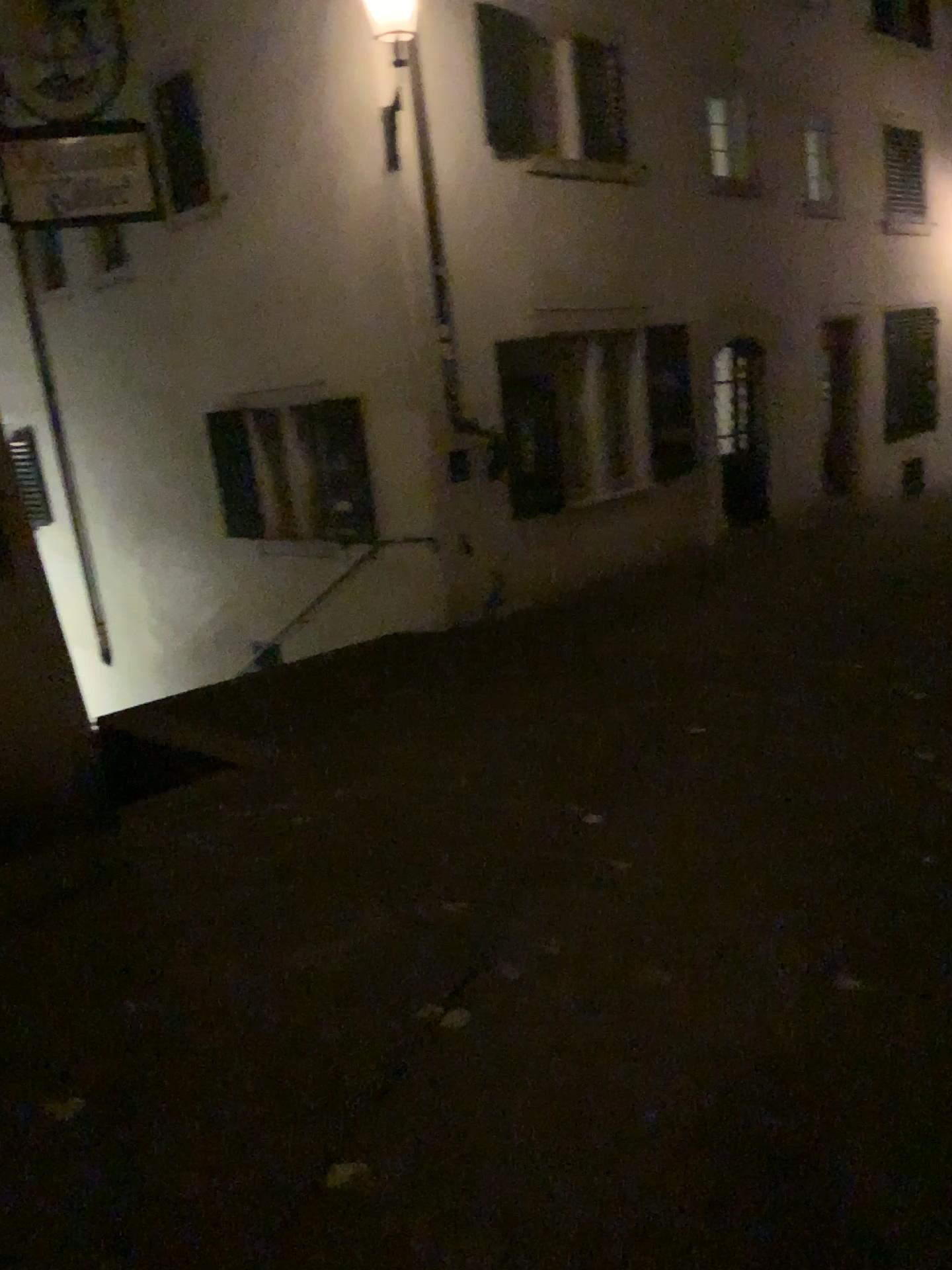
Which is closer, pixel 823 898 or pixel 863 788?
pixel 823 898
